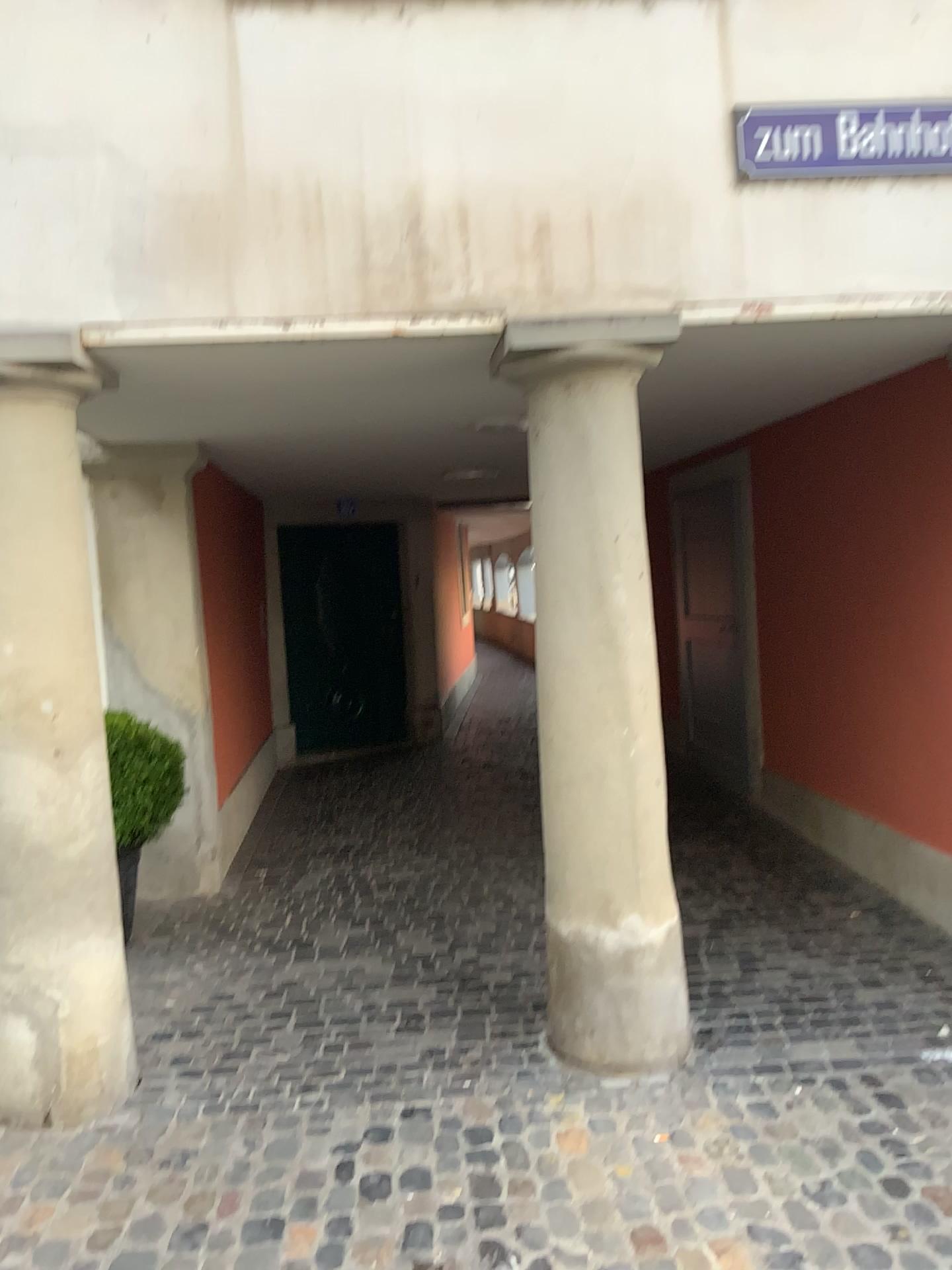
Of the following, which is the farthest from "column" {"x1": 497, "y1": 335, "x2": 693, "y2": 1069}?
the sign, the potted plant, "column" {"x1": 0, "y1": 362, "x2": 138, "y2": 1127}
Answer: the potted plant

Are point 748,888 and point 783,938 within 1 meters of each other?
yes

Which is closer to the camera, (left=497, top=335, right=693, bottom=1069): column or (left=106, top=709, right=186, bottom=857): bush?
(left=497, top=335, right=693, bottom=1069): column

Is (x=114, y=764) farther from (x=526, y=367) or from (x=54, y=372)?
(x=526, y=367)

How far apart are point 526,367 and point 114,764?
2.34m

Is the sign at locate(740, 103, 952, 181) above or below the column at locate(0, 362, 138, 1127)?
above

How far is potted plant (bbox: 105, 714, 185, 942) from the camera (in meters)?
4.23

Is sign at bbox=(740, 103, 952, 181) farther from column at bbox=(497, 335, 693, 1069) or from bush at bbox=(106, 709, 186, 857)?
bush at bbox=(106, 709, 186, 857)

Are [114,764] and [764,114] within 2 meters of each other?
no

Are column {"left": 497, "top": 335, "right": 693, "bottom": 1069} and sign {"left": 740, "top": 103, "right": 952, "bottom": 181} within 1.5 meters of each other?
yes
